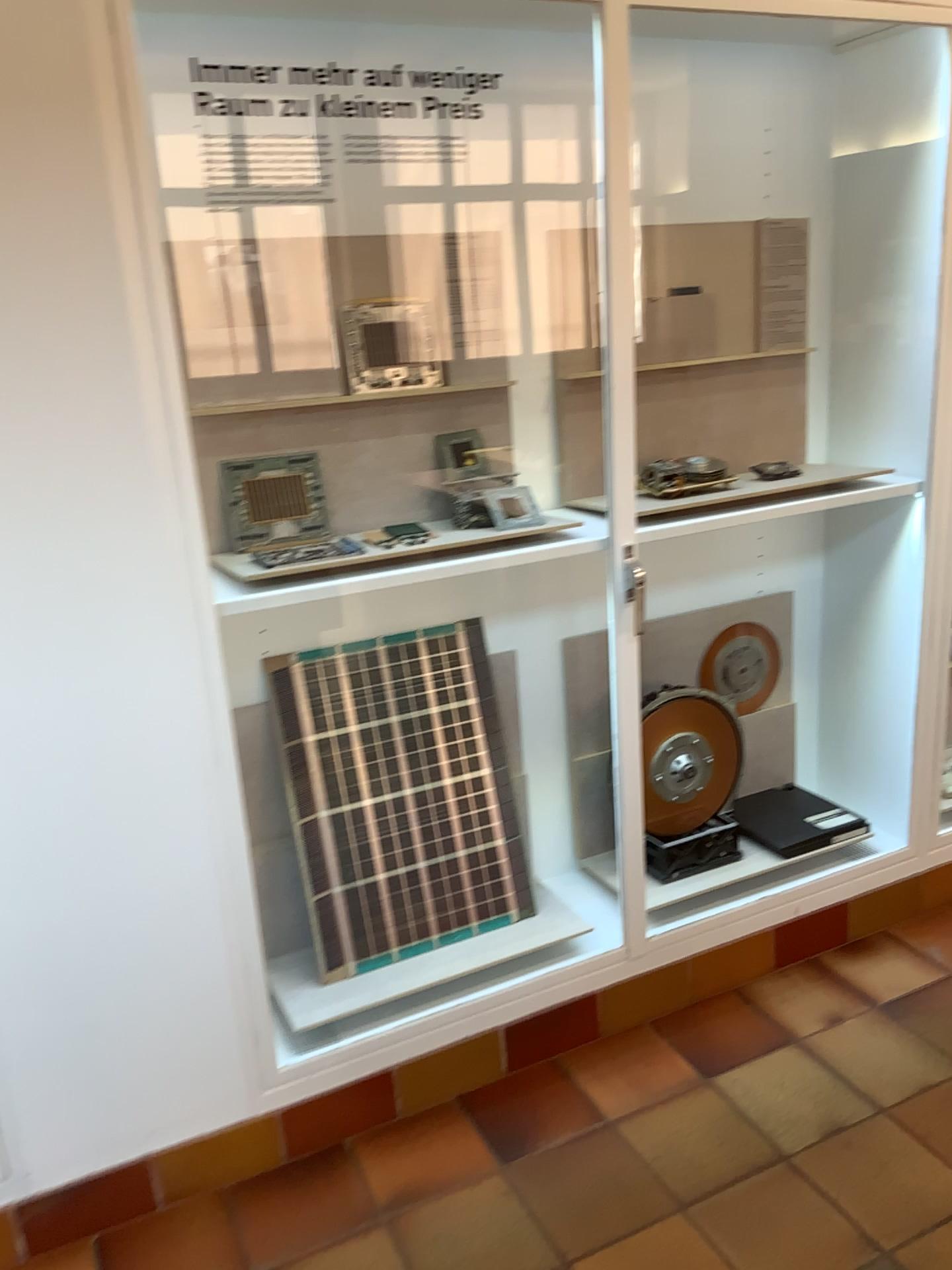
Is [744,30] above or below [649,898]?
above

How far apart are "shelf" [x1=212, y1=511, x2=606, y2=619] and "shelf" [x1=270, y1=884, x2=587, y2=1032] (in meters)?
0.82

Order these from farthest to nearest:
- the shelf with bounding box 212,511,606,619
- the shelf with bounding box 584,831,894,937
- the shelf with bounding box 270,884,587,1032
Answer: the shelf with bounding box 584,831,894,937 → the shelf with bounding box 270,884,587,1032 → the shelf with bounding box 212,511,606,619

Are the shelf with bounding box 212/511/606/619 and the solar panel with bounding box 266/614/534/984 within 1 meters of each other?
yes

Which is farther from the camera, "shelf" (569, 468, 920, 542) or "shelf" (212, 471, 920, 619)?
"shelf" (569, 468, 920, 542)

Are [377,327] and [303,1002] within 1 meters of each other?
no

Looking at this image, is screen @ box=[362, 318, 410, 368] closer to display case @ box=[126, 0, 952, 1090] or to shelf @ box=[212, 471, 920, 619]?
display case @ box=[126, 0, 952, 1090]

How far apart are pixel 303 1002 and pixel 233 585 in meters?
0.9

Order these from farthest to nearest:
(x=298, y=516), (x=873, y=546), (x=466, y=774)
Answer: (x=873, y=546), (x=466, y=774), (x=298, y=516)

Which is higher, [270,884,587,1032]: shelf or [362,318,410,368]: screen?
[362,318,410,368]: screen
